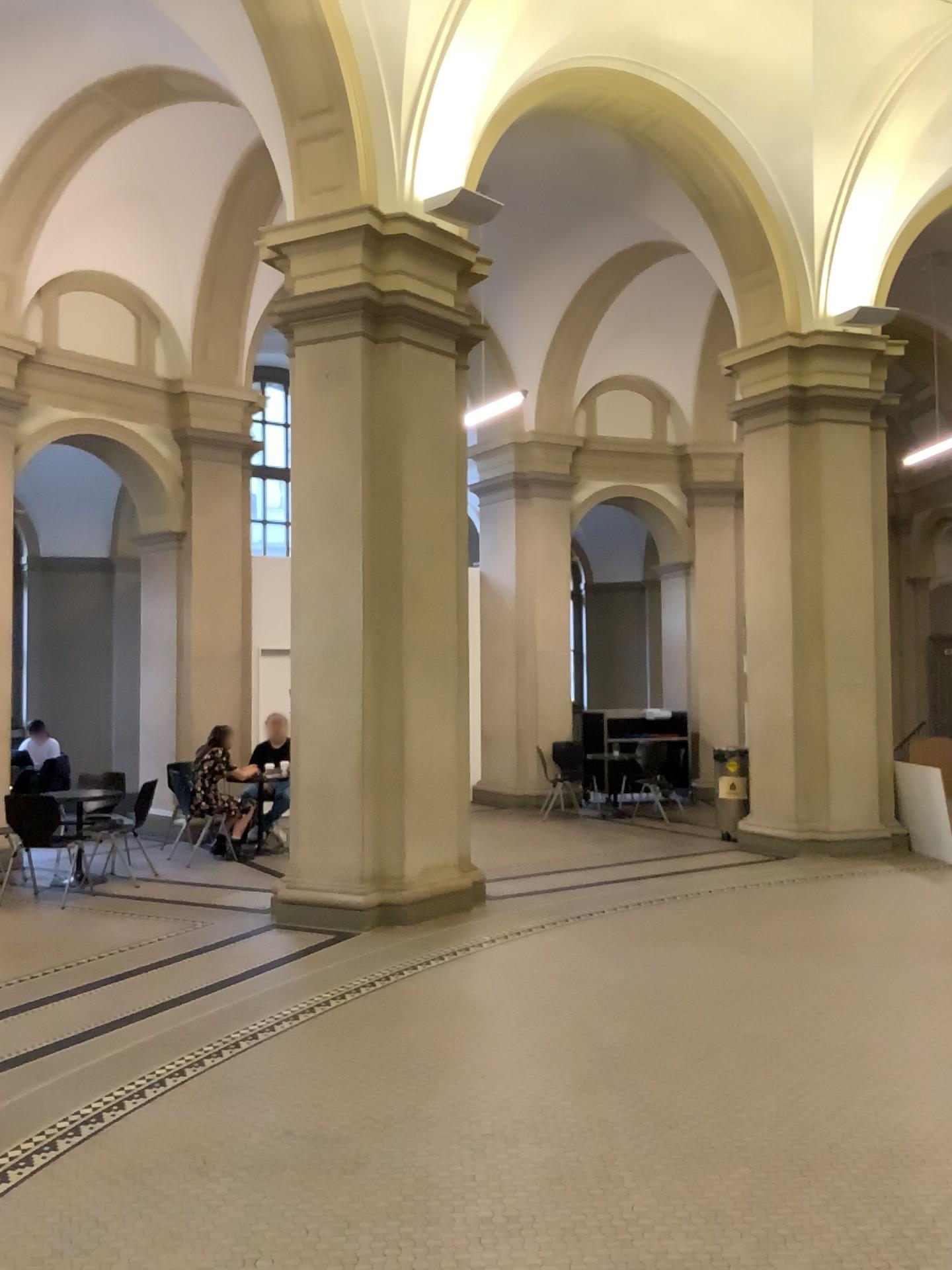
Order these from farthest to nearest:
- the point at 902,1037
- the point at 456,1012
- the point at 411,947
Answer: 1. the point at 411,947
2. the point at 456,1012
3. the point at 902,1037
